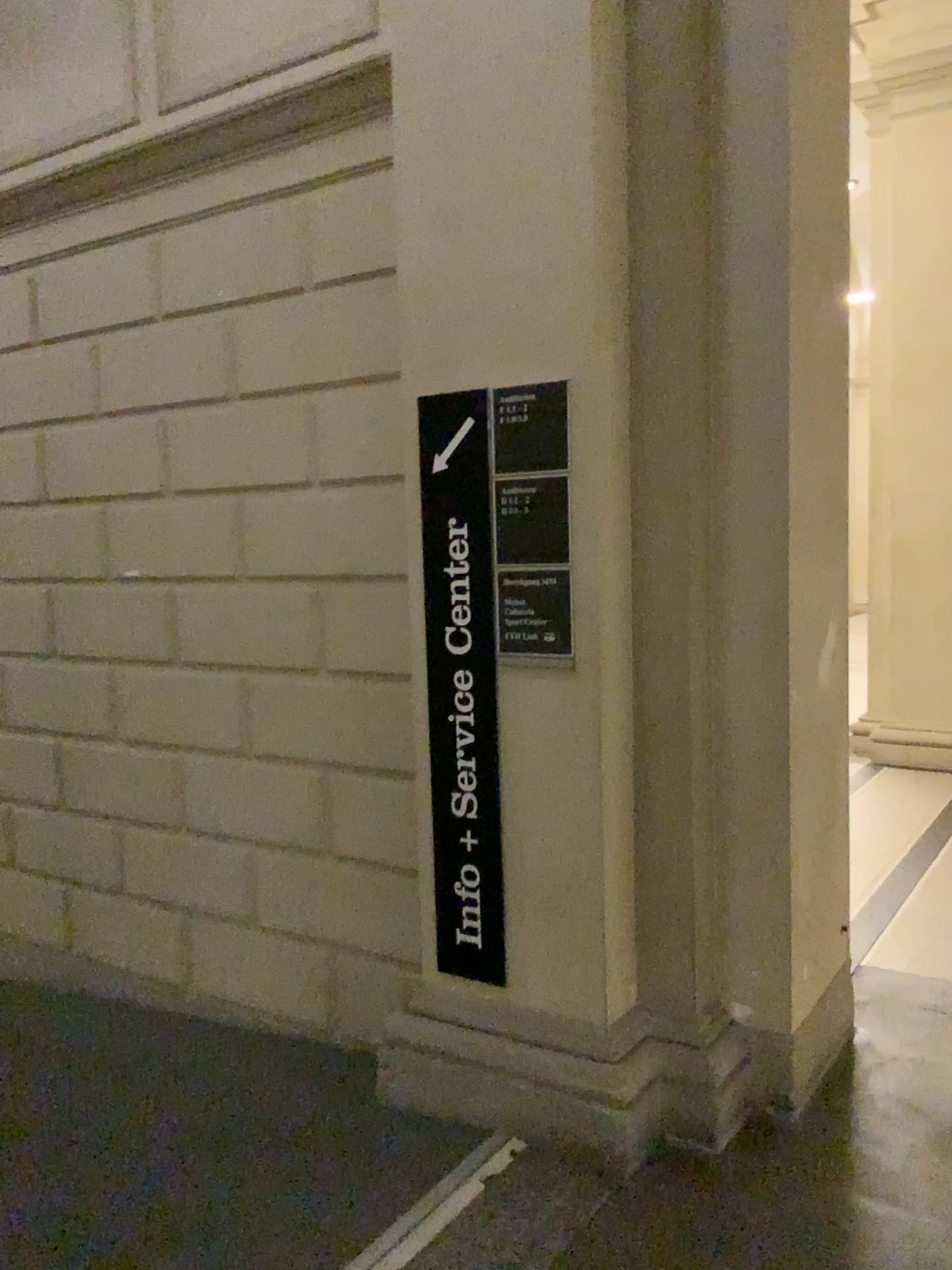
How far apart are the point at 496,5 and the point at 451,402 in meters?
0.9 m

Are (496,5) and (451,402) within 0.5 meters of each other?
no

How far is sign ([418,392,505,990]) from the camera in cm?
262

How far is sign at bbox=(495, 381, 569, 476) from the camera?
2.46m

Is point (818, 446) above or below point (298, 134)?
below

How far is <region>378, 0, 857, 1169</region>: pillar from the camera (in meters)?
2.45

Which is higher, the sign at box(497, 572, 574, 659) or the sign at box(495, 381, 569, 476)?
the sign at box(495, 381, 569, 476)

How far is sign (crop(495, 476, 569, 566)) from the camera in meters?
2.5

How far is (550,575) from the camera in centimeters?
248cm

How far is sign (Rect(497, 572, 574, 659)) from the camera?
2.5m
